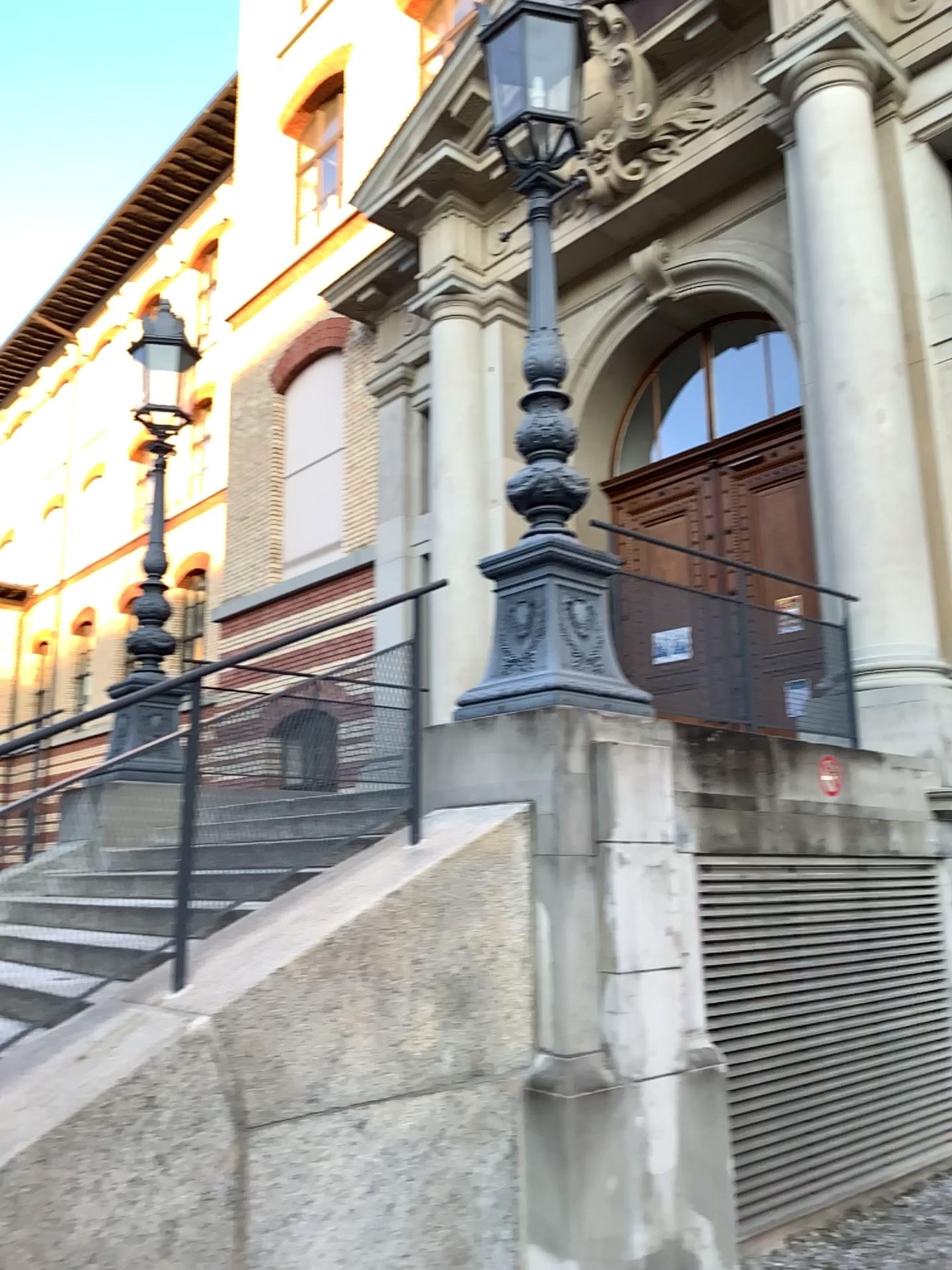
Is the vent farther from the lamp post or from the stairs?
the stairs

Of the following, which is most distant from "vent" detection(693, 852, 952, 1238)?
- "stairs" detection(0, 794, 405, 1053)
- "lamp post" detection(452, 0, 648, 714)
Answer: "stairs" detection(0, 794, 405, 1053)

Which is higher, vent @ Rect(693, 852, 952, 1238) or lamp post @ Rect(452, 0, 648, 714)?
lamp post @ Rect(452, 0, 648, 714)

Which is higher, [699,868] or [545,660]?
[545,660]

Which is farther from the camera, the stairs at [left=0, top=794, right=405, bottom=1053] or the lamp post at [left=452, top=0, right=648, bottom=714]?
the lamp post at [left=452, top=0, right=648, bottom=714]

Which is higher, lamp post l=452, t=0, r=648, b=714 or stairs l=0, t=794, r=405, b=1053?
lamp post l=452, t=0, r=648, b=714

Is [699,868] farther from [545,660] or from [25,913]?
[25,913]

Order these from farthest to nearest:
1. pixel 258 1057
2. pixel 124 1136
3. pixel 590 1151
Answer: pixel 590 1151 < pixel 258 1057 < pixel 124 1136

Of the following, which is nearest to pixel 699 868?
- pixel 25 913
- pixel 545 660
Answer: pixel 545 660
